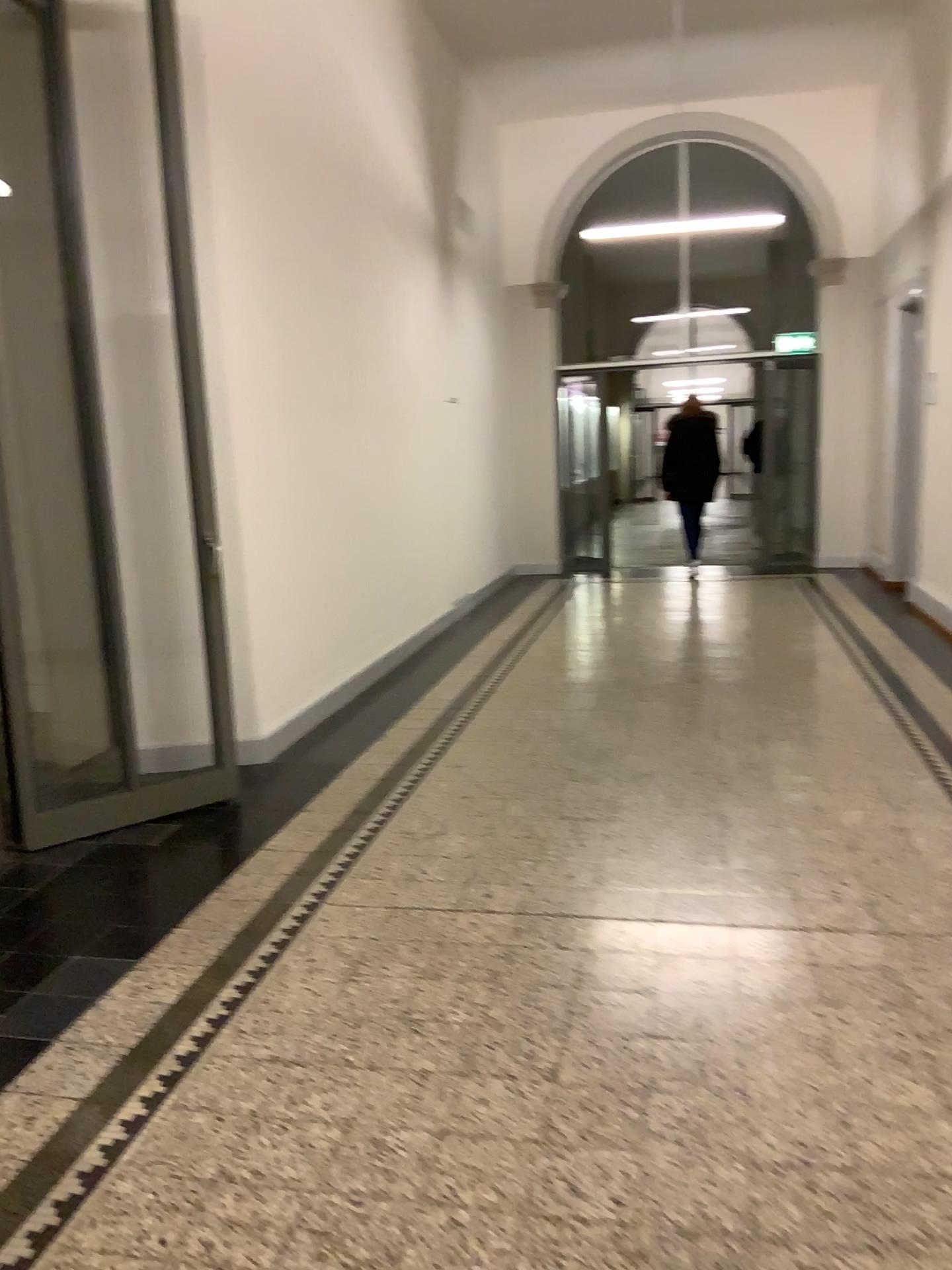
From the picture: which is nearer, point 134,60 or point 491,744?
point 134,60
